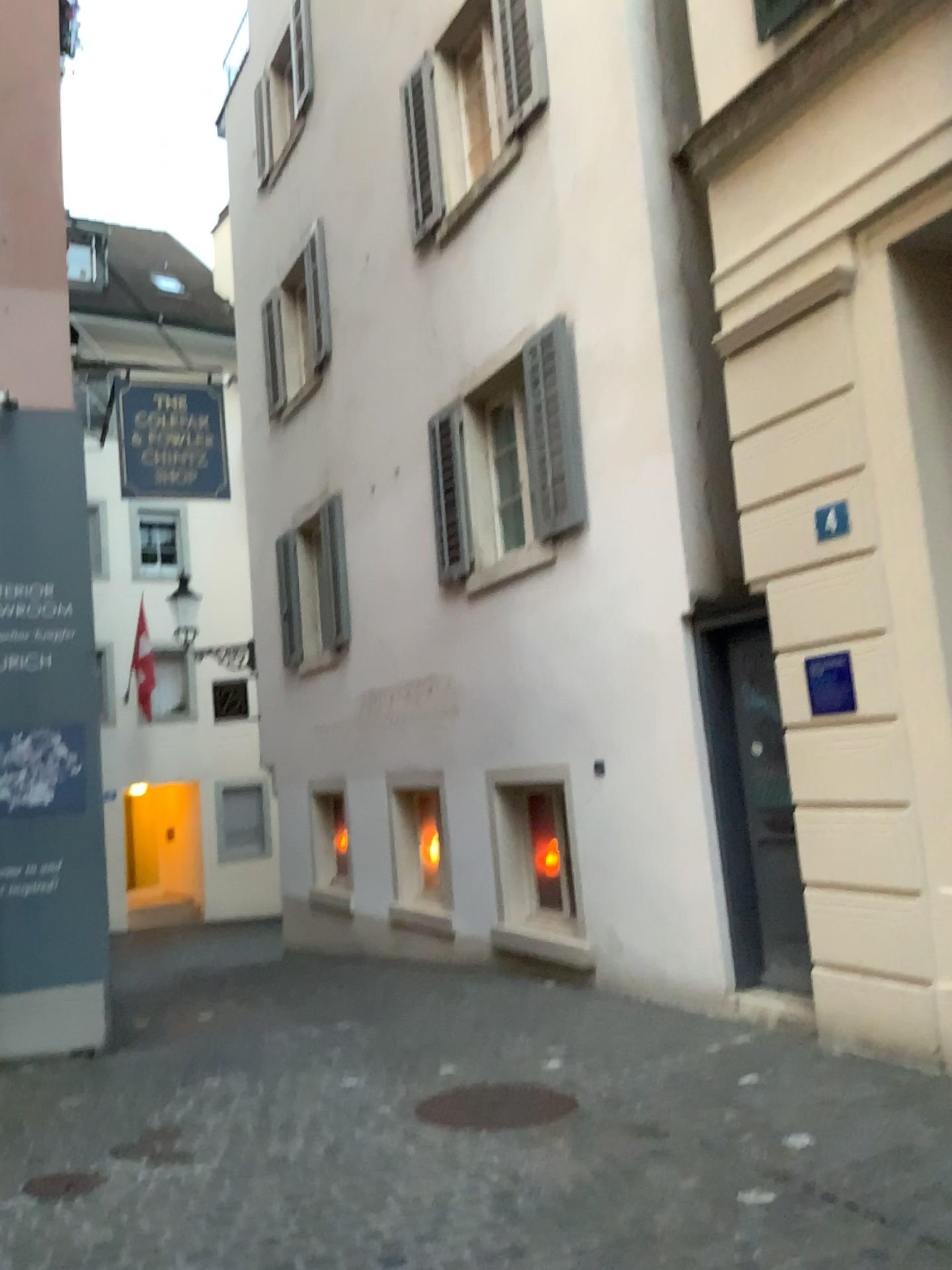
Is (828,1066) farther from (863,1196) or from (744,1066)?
(863,1196)

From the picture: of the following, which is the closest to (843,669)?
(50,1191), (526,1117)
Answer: (526,1117)

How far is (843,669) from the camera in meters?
4.8

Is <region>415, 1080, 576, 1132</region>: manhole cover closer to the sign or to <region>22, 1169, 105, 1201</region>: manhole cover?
<region>22, 1169, 105, 1201</region>: manhole cover

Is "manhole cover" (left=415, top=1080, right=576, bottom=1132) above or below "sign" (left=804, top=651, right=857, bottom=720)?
below

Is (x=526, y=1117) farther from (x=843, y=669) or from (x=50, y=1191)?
(x=843, y=669)

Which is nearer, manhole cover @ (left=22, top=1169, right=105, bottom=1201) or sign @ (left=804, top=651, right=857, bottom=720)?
manhole cover @ (left=22, top=1169, right=105, bottom=1201)

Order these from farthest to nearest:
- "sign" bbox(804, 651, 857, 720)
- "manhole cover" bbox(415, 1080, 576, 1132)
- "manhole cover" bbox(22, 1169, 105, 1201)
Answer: "sign" bbox(804, 651, 857, 720) < "manhole cover" bbox(415, 1080, 576, 1132) < "manhole cover" bbox(22, 1169, 105, 1201)

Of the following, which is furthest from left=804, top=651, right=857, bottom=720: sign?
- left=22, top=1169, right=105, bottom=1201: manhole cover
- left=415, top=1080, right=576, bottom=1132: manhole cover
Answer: left=22, top=1169, right=105, bottom=1201: manhole cover

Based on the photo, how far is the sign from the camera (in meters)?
4.82
